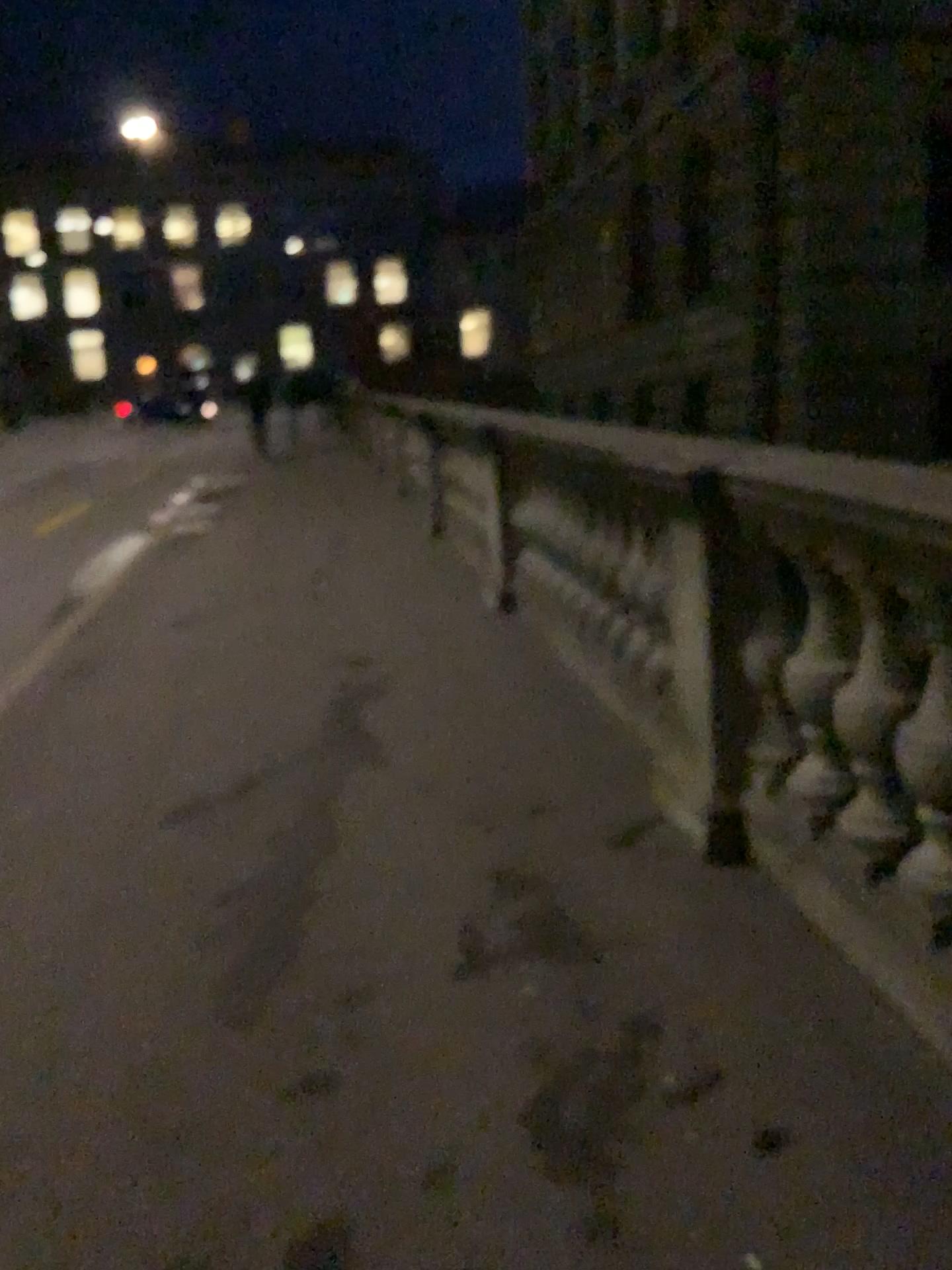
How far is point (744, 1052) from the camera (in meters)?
2.08
